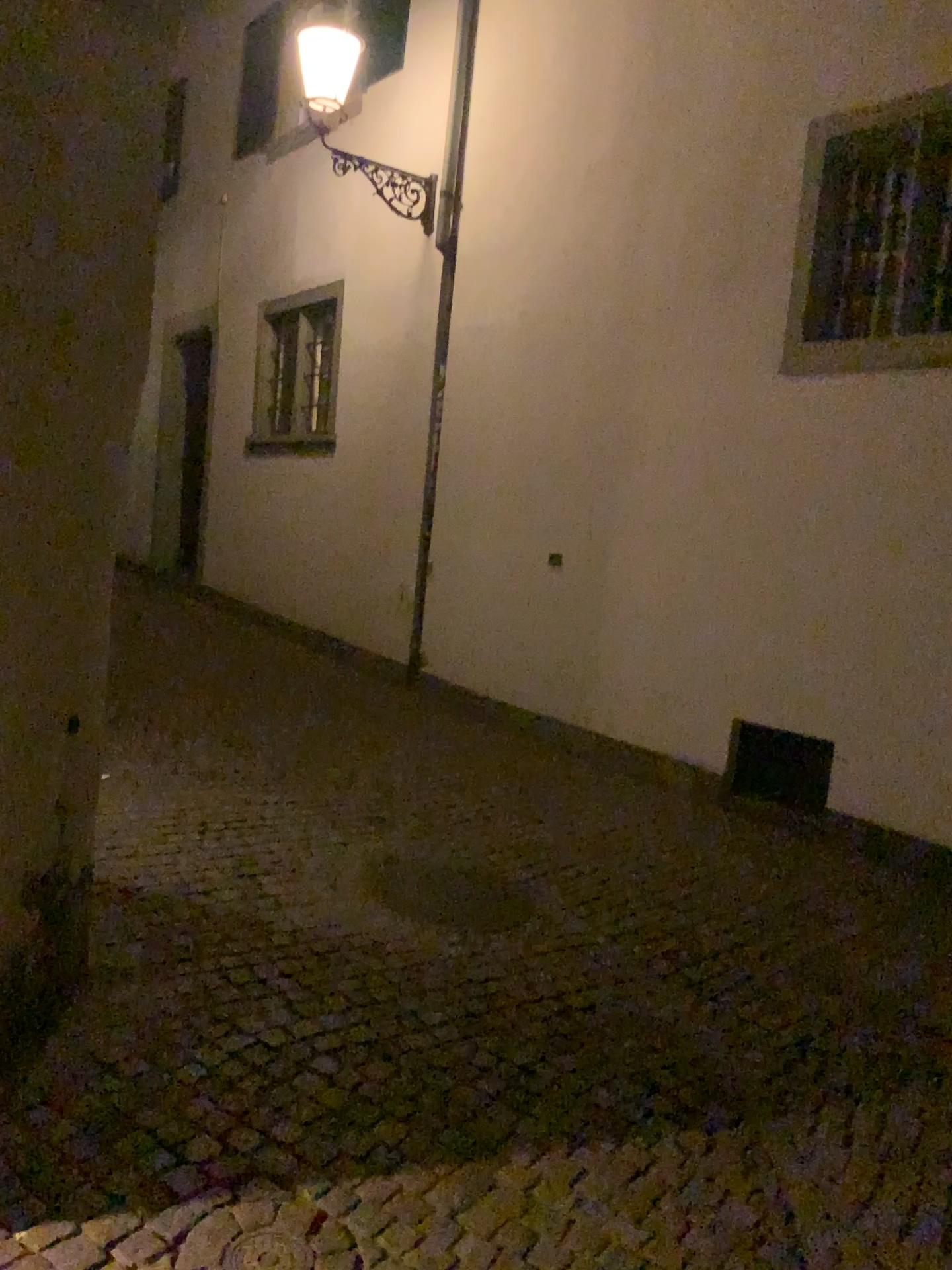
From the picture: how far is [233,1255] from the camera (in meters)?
2.23

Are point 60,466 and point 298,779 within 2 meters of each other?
no

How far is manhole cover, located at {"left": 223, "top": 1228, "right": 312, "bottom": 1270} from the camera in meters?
2.2 m
